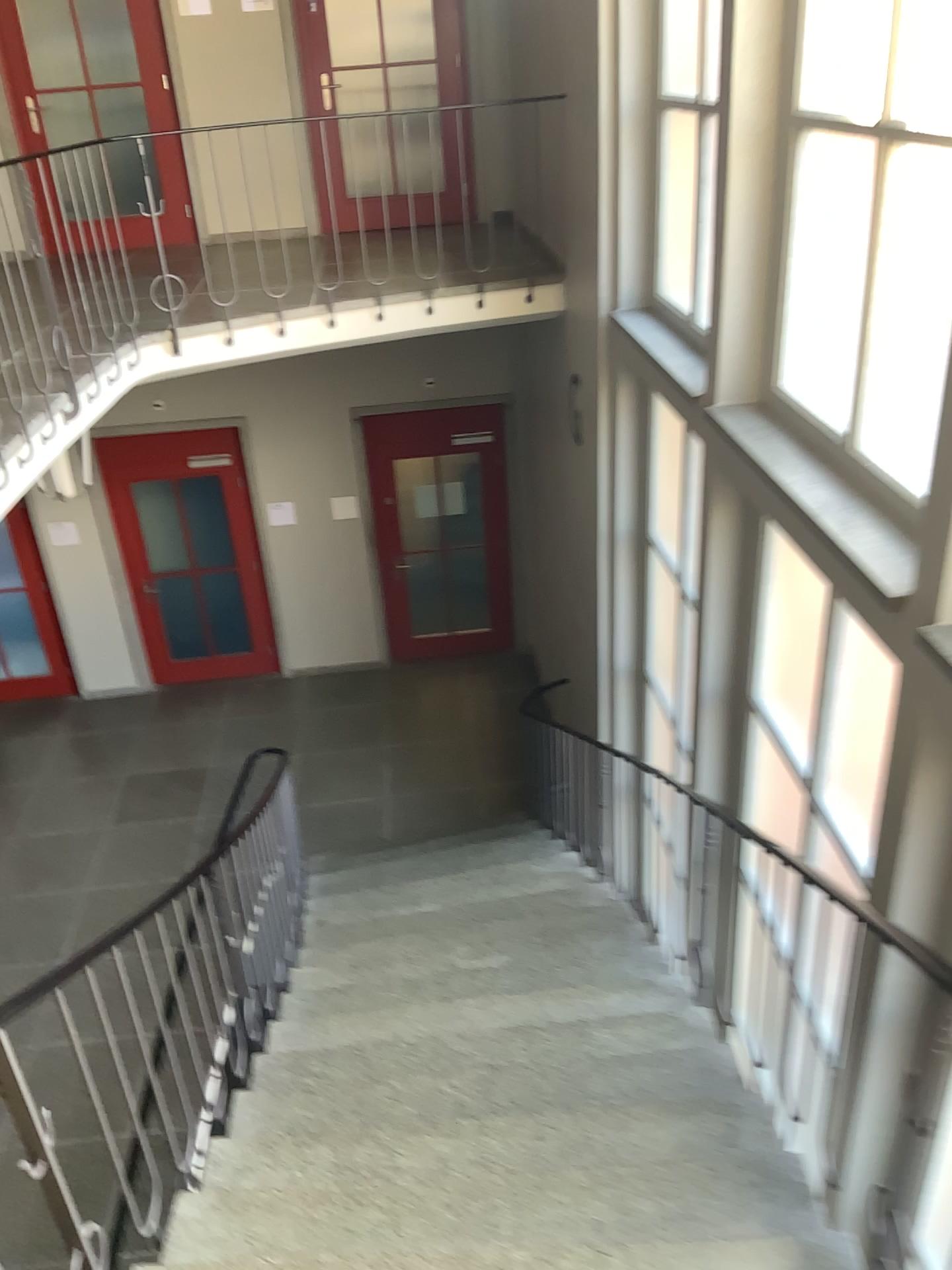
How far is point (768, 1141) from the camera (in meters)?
2.81
